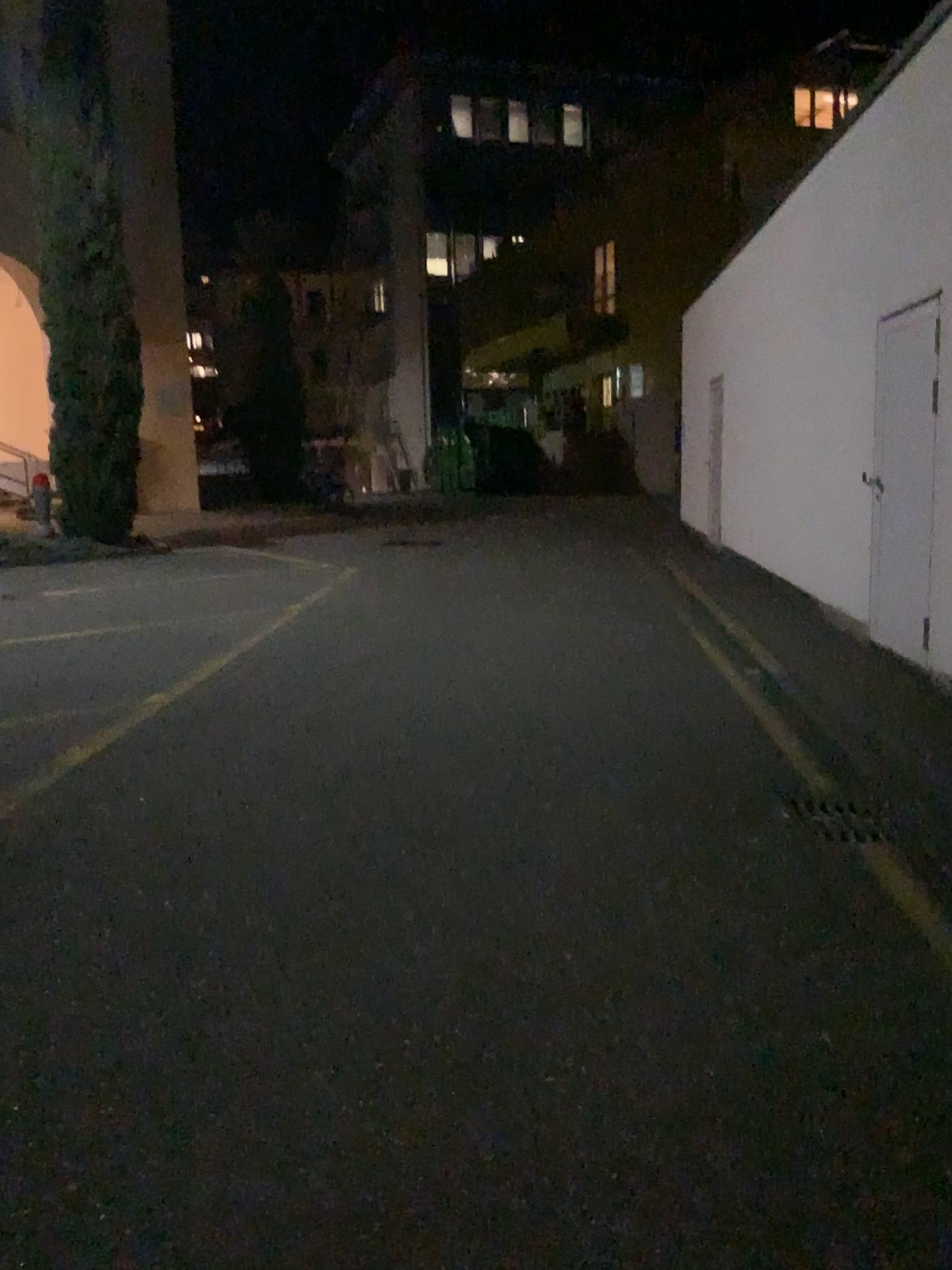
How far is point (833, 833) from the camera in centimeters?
385cm

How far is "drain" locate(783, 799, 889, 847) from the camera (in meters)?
3.85

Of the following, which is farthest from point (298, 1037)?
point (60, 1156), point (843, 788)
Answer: point (843, 788)

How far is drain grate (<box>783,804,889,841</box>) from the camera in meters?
3.8

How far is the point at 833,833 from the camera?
3.8m
